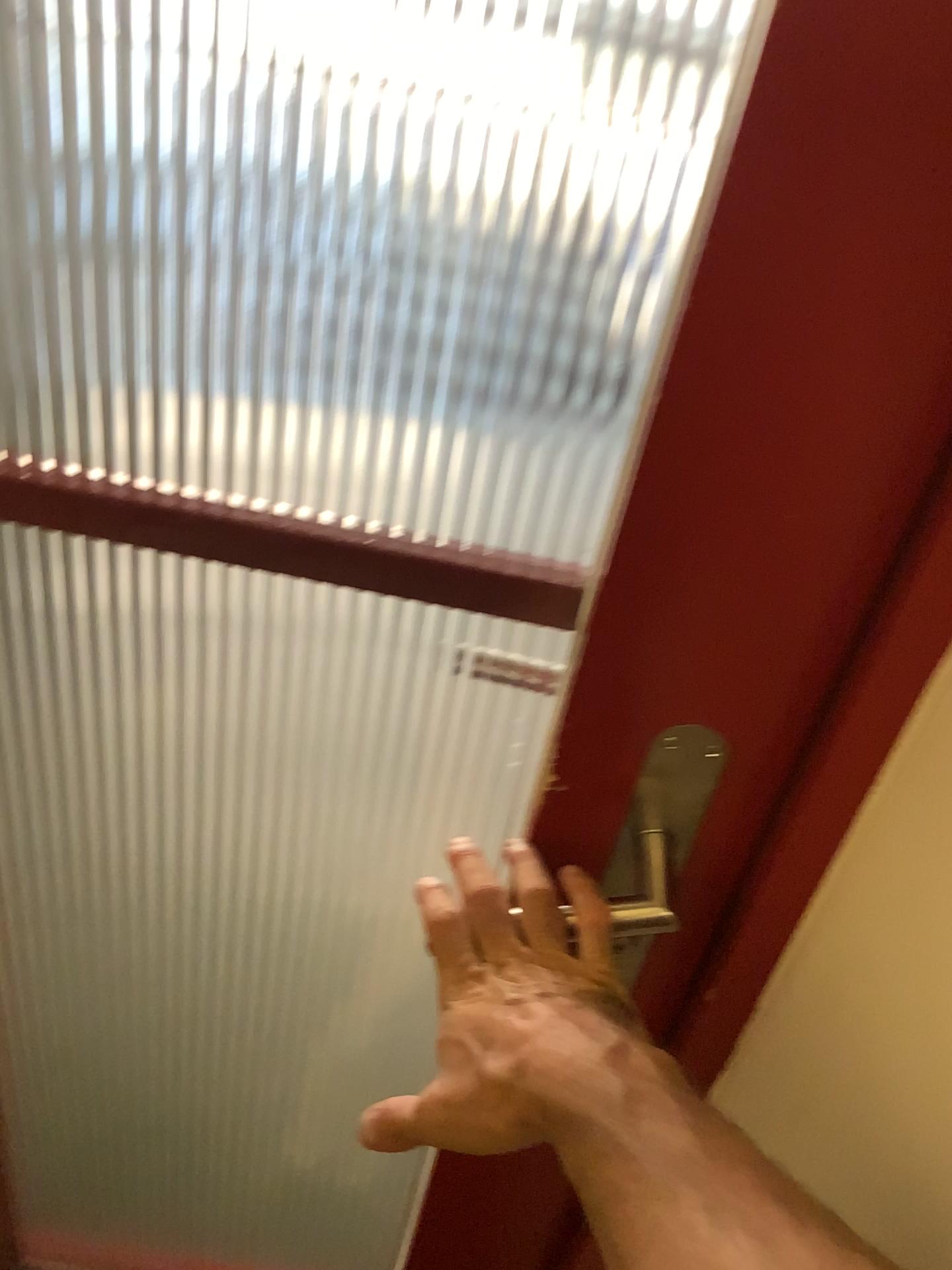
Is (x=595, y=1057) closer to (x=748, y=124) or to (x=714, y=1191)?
(x=714, y=1191)

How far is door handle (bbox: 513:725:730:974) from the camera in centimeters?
53cm

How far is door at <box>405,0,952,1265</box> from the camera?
0.37m

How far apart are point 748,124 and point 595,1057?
0.35m

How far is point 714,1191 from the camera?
0.33m

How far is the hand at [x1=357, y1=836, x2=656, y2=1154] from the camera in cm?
41

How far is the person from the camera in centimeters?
33cm

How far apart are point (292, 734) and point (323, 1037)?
0.70m
